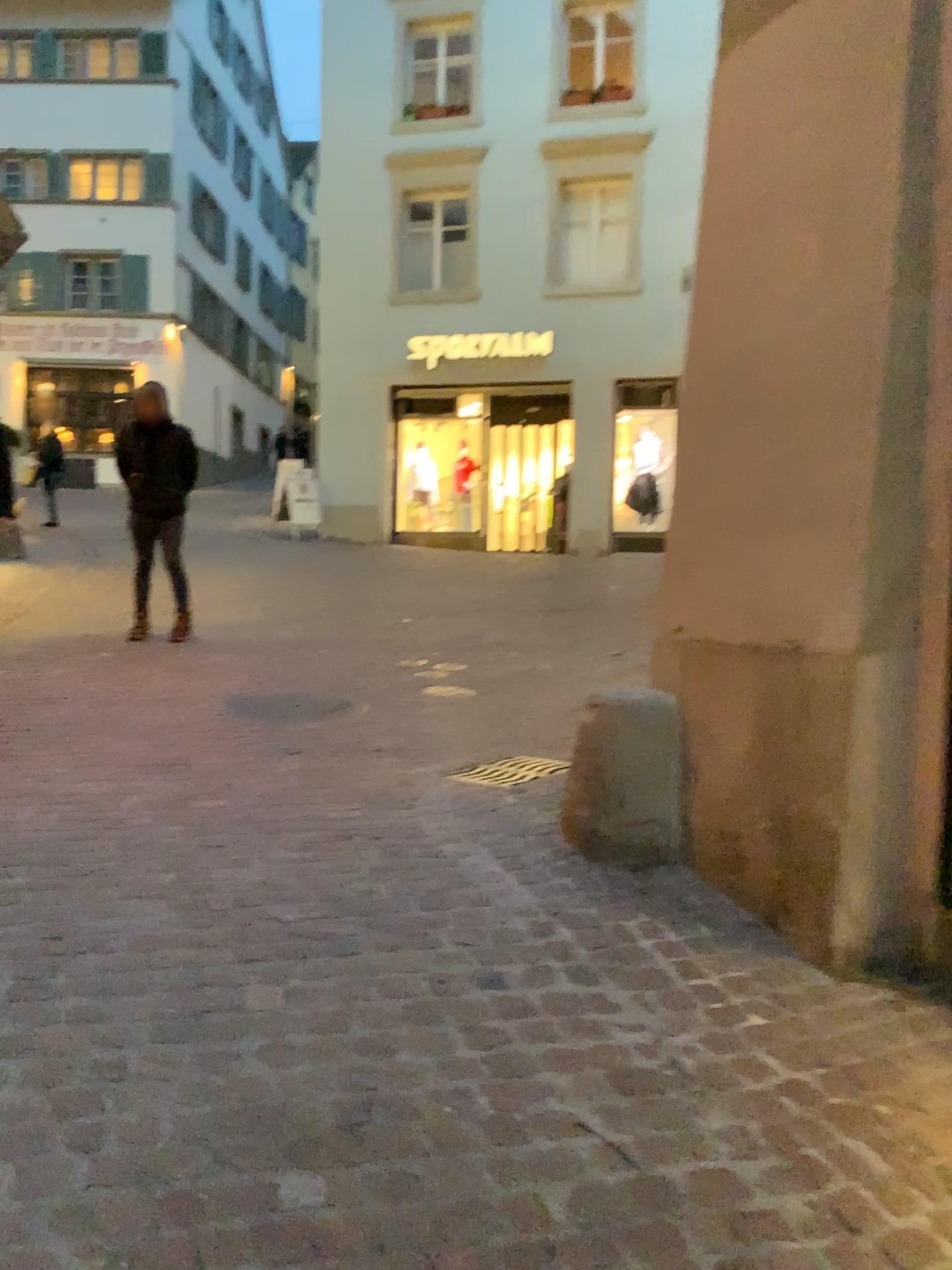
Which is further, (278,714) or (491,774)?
(278,714)

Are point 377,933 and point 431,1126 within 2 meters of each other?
yes

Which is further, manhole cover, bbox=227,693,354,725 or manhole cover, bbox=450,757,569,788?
manhole cover, bbox=227,693,354,725
